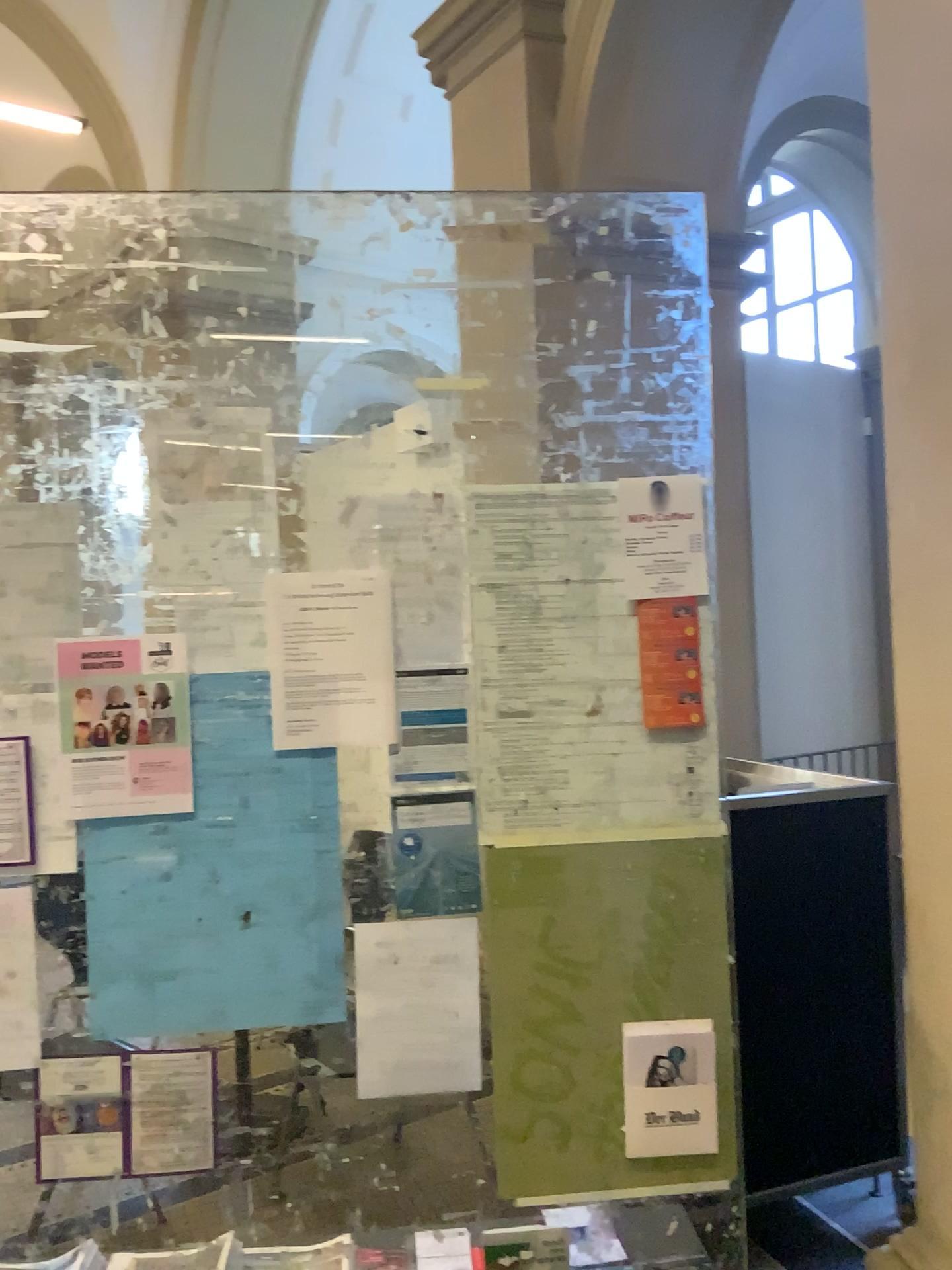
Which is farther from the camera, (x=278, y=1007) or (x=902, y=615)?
(x=902, y=615)

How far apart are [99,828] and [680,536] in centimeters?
110cm

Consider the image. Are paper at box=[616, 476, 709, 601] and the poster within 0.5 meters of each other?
no

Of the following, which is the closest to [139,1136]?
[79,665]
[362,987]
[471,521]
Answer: [362,987]

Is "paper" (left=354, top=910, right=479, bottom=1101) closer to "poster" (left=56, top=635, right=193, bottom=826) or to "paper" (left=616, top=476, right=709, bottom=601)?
"poster" (left=56, top=635, right=193, bottom=826)

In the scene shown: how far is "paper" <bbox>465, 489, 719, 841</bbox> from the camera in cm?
183

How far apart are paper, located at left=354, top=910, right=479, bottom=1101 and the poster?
0.4m

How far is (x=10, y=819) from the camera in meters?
1.7

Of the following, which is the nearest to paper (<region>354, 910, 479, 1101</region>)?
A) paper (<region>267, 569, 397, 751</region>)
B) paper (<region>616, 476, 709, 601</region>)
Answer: paper (<region>267, 569, 397, 751</region>)

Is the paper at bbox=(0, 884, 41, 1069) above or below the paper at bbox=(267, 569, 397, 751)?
below
